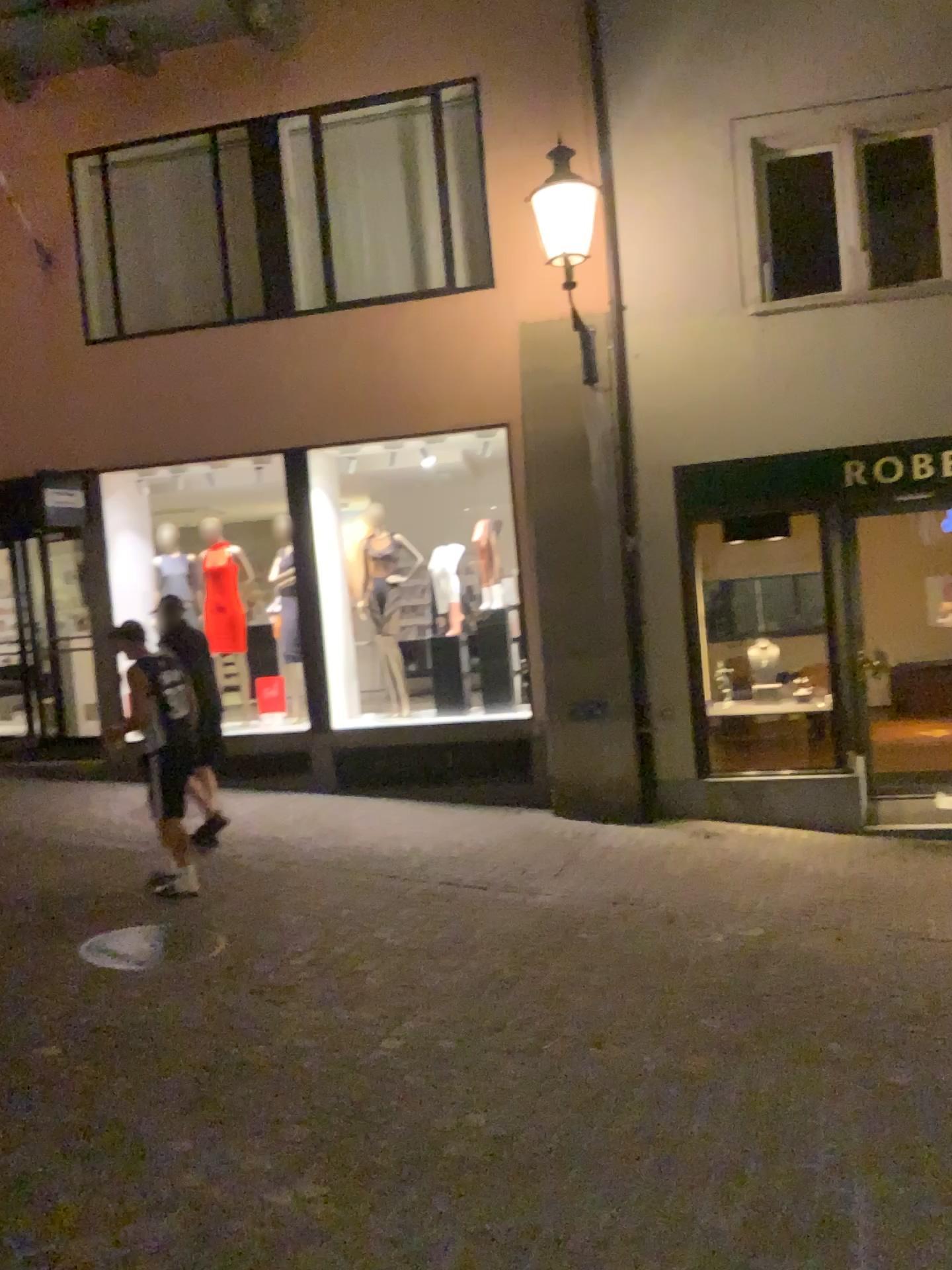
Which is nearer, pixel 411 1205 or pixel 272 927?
pixel 411 1205
